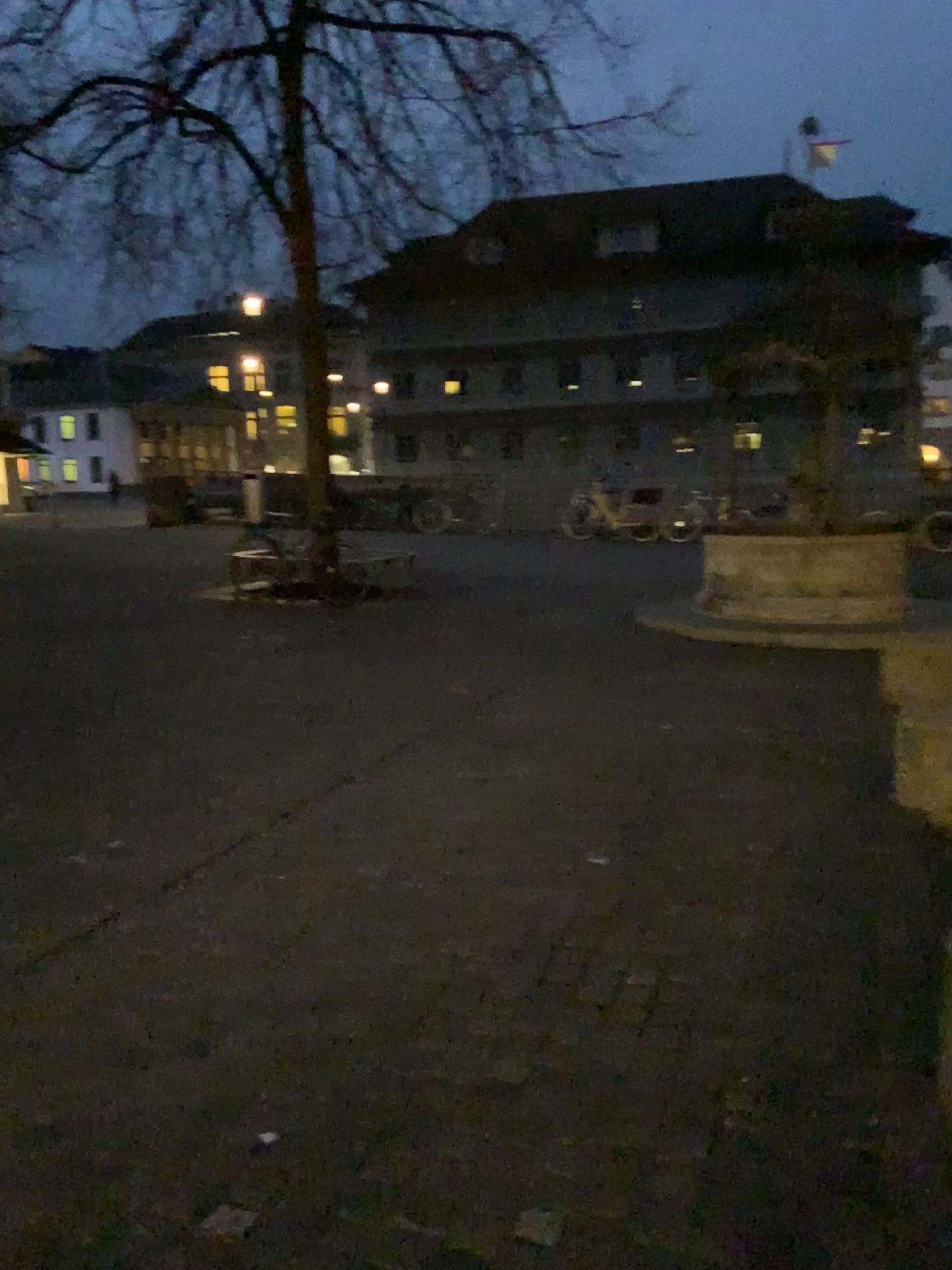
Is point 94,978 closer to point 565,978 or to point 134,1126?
point 134,1126
